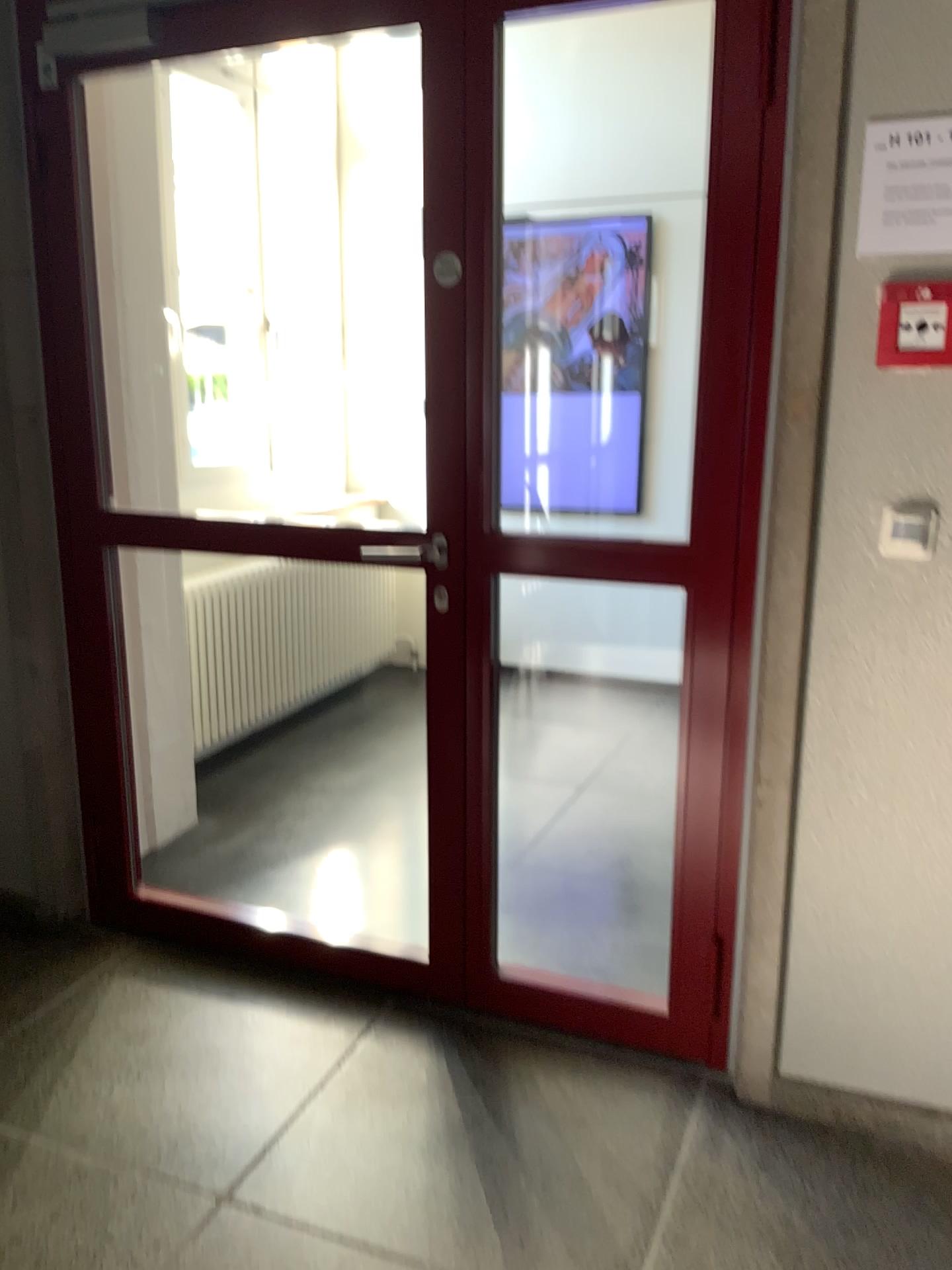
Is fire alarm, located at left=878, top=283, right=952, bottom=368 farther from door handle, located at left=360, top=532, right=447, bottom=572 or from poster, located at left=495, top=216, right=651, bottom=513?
poster, located at left=495, top=216, right=651, bottom=513

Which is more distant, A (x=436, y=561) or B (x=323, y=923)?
B (x=323, y=923)

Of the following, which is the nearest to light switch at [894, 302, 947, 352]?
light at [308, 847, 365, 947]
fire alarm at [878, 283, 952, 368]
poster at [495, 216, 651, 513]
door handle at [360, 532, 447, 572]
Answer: fire alarm at [878, 283, 952, 368]

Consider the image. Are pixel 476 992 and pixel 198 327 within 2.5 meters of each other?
no

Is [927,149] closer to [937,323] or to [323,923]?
[937,323]

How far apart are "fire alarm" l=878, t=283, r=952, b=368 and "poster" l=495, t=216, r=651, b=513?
2.91m

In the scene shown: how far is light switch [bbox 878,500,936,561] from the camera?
1.8 meters

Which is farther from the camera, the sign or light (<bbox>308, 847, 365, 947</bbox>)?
light (<bbox>308, 847, 365, 947</bbox>)

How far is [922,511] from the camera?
1.8 meters

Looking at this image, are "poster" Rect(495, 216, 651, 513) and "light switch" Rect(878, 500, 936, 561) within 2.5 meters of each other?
no
